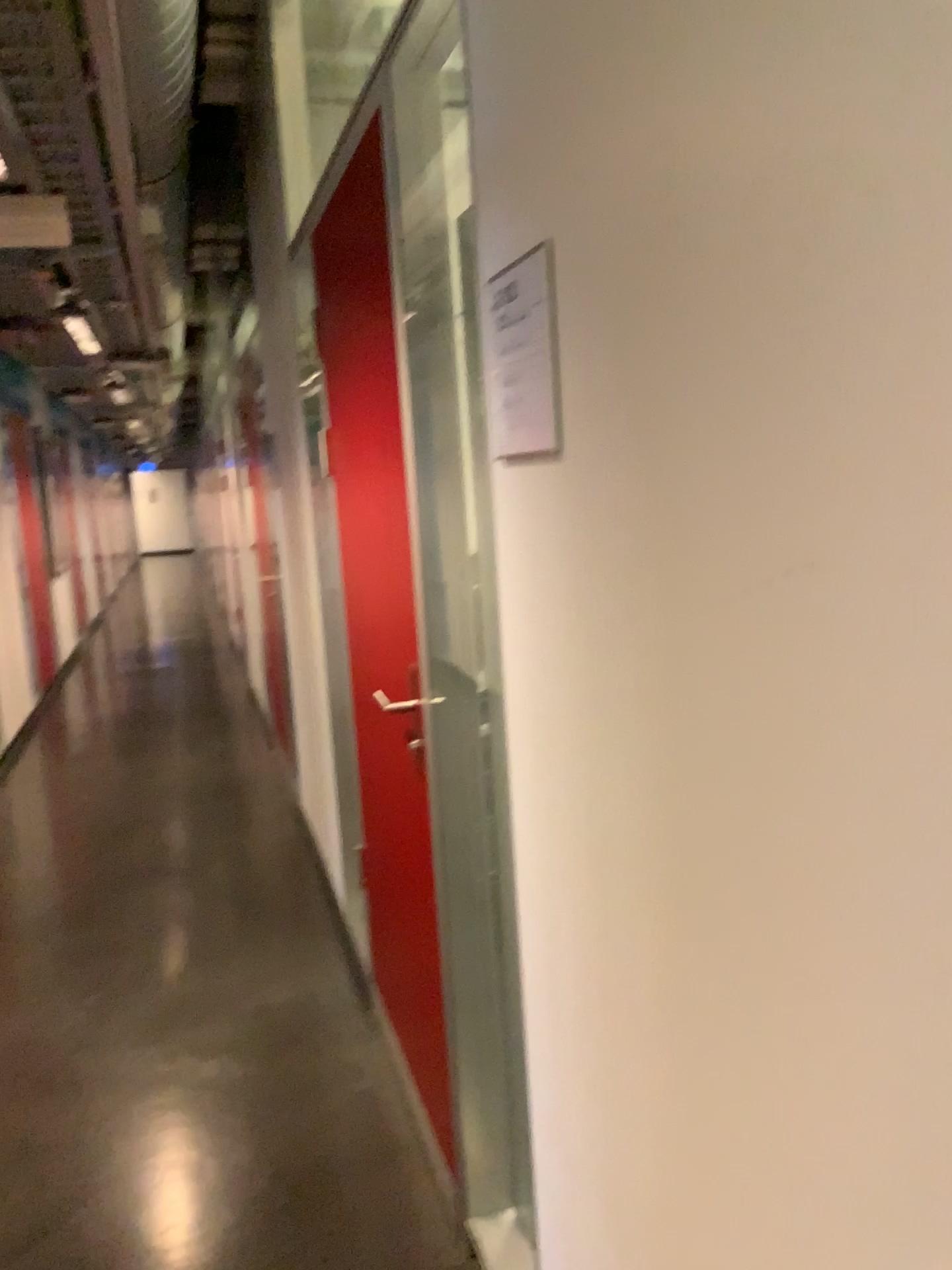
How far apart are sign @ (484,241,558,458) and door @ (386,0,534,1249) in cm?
35

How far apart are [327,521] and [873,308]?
2.60m

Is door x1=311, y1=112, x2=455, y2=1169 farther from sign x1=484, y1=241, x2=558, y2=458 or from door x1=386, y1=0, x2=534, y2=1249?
sign x1=484, y1=241, x2=558, y2=458

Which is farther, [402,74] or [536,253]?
[402,74]

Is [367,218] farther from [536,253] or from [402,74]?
[536,253]

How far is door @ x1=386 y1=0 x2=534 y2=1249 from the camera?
1.74m

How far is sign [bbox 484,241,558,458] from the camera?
1.1 meters

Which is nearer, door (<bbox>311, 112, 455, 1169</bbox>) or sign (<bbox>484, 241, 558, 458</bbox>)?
sign (<bbox>484, 241, 558, 458</bbox>)

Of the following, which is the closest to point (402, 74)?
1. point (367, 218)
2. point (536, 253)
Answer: point (367, 218)

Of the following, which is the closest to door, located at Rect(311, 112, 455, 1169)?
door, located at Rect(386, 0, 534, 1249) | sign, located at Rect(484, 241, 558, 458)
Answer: door, located at Rect(386, 0, 534, 1249)
